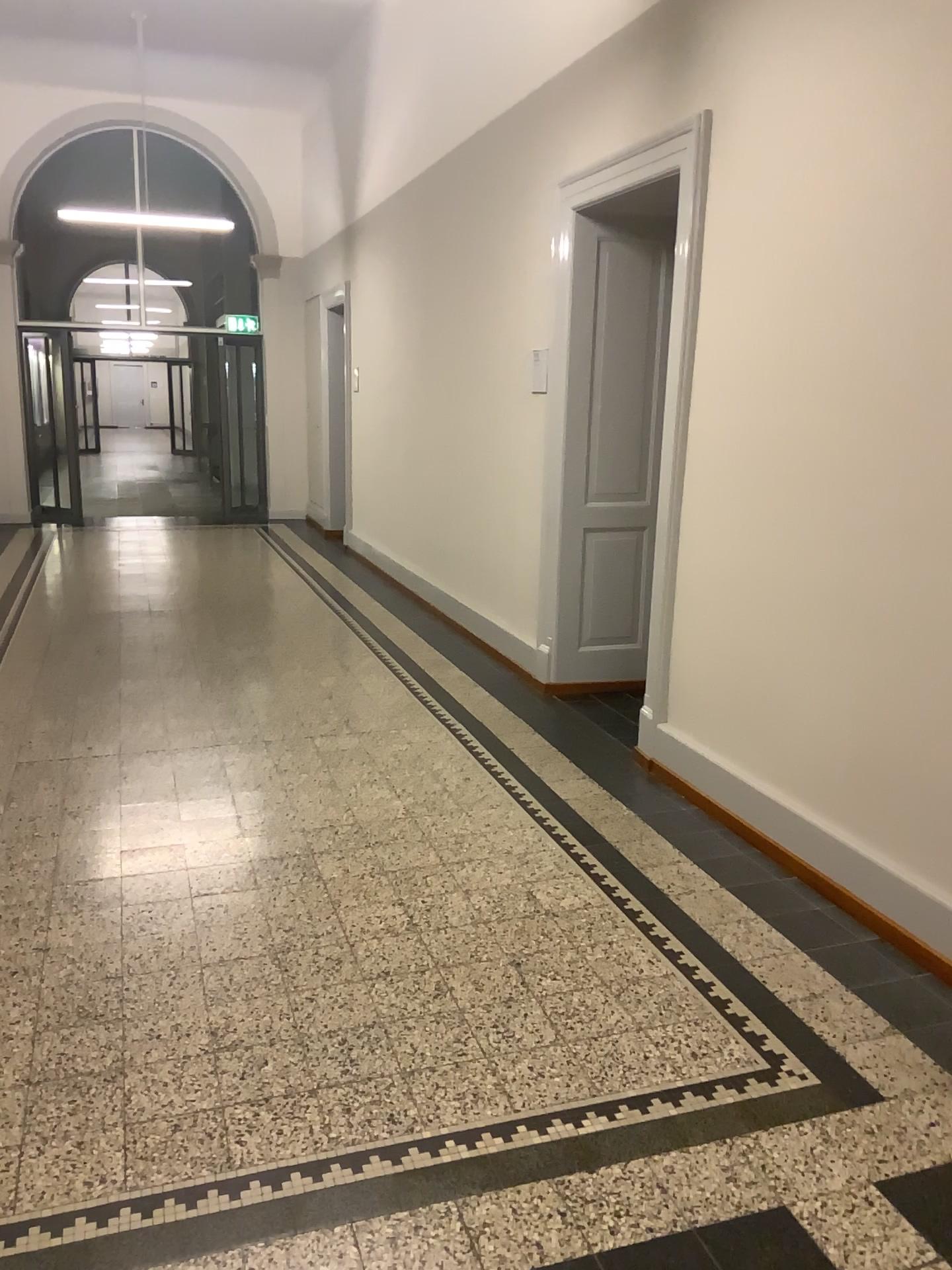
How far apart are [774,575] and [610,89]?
2.37m
